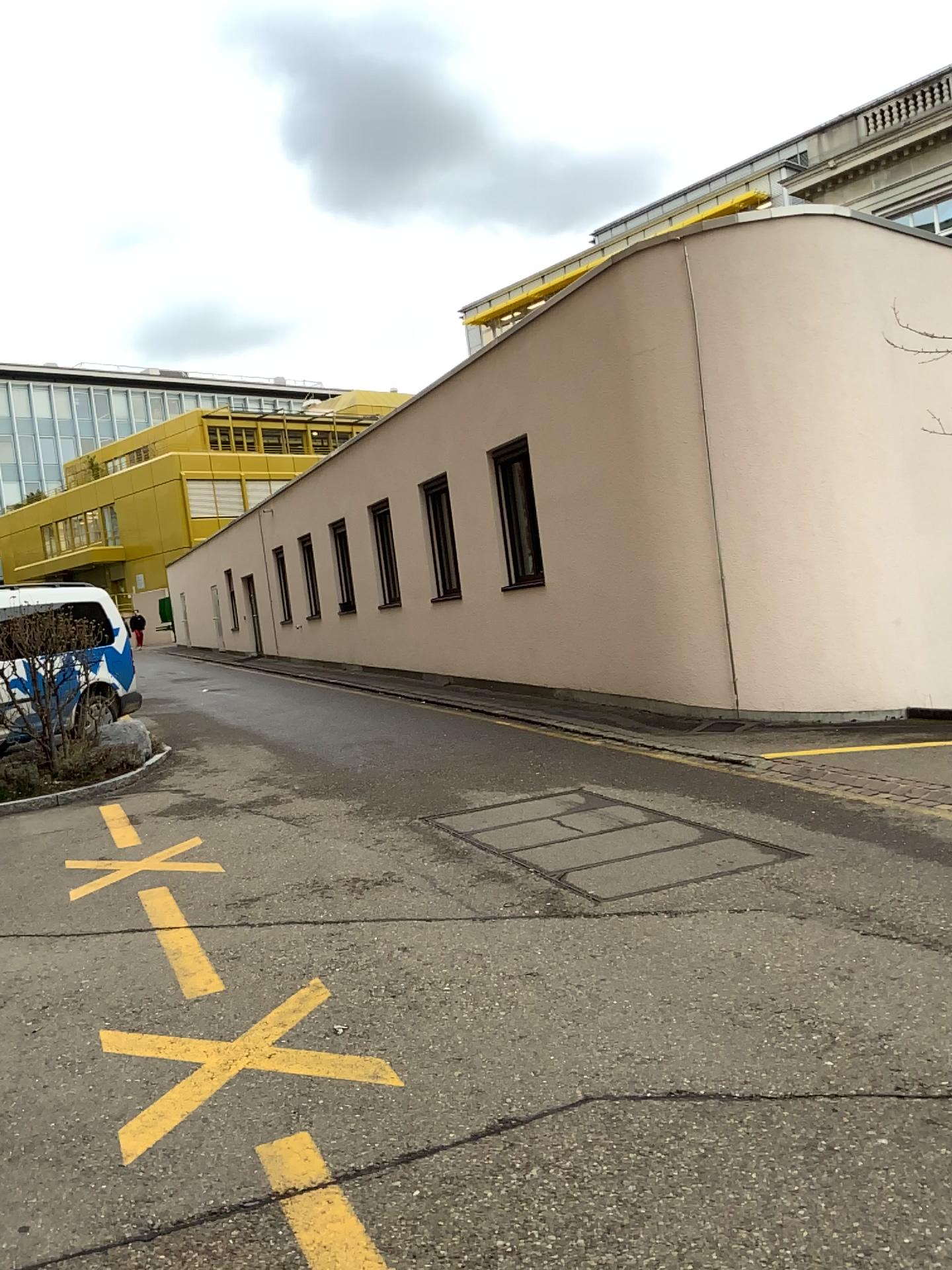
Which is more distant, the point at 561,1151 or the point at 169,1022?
the point at 169,1022
